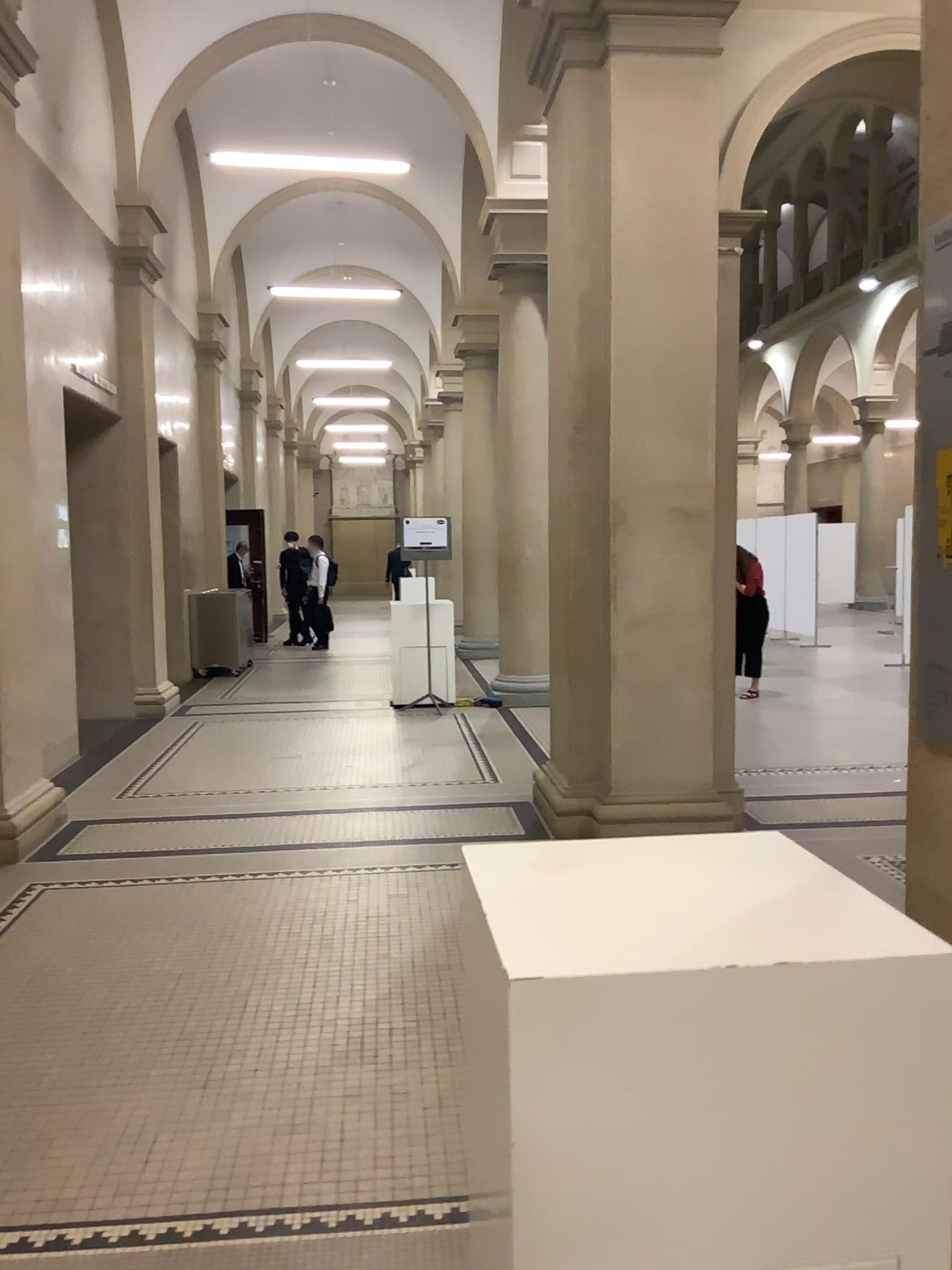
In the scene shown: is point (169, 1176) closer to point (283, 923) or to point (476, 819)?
point (283, 923)
